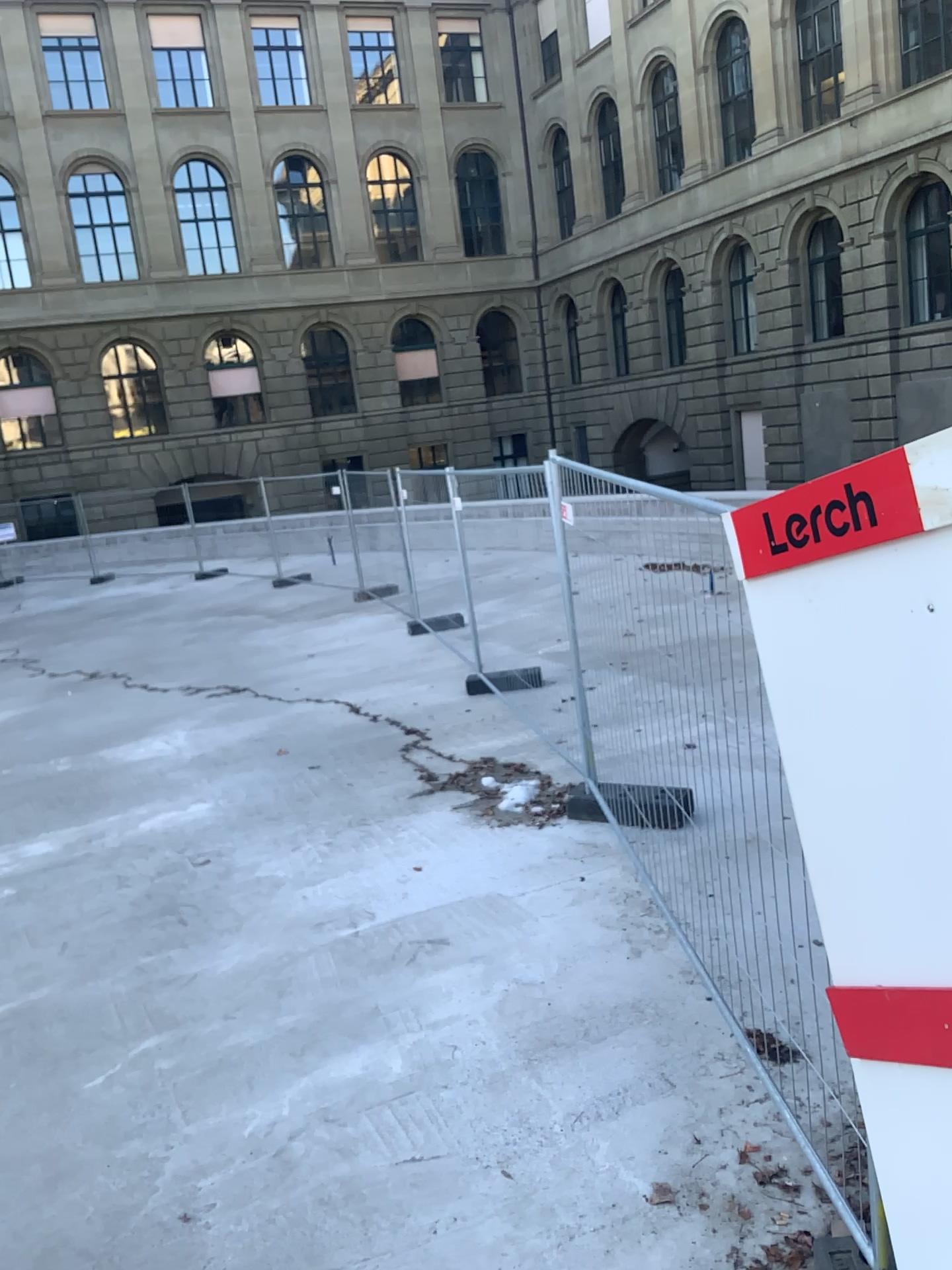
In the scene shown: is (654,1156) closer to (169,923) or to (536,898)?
(536,898)
